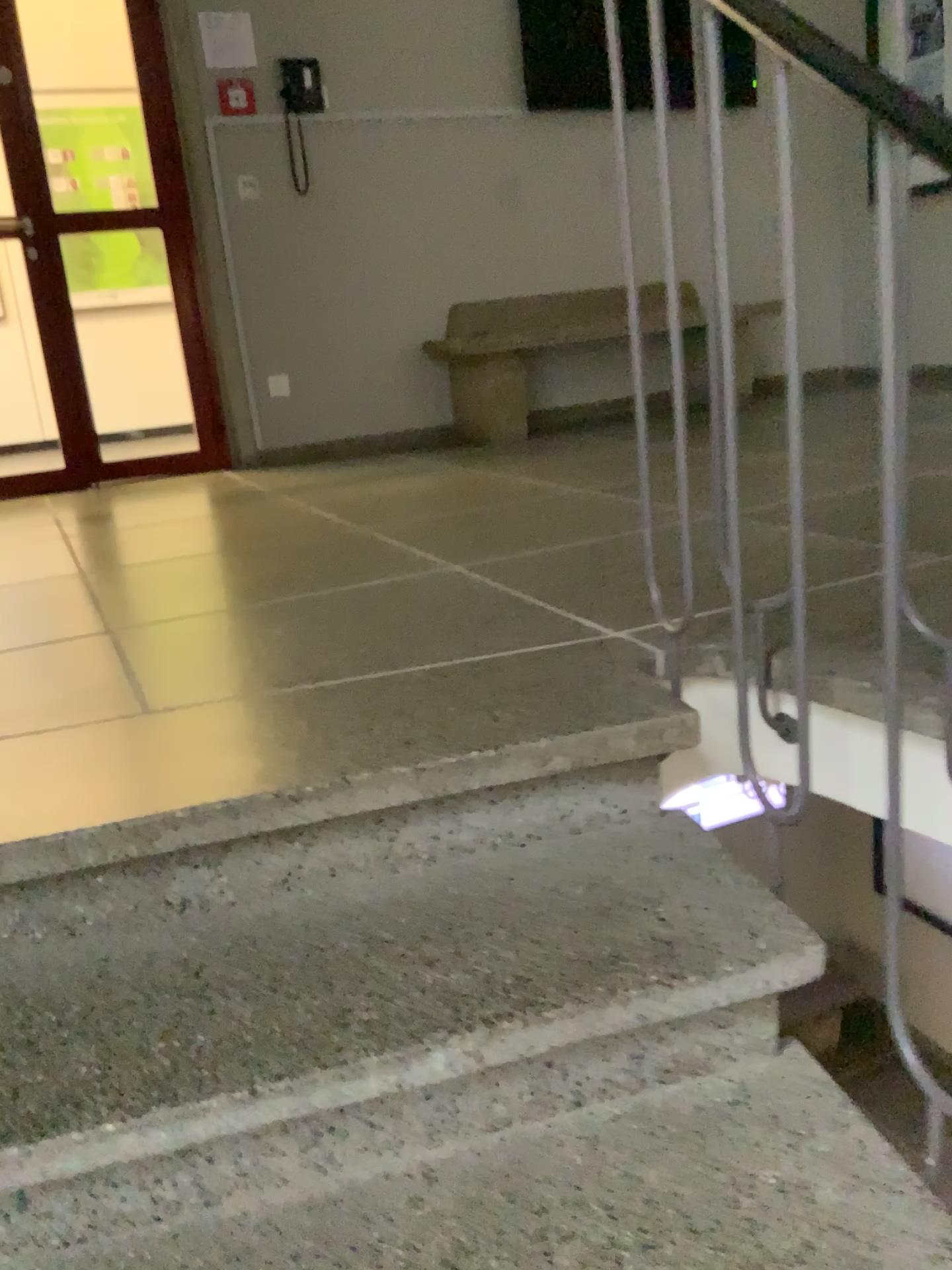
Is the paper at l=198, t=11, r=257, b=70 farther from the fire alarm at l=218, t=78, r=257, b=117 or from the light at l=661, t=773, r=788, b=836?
the light at l=661, t=773, r=788, b=836

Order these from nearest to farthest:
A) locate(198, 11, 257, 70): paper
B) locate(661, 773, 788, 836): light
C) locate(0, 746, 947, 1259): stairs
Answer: locate(0, 746, 947, 1259): stairs → locate(661, 773, 788, 836): light → locate(198, 11, 257, 70): paper

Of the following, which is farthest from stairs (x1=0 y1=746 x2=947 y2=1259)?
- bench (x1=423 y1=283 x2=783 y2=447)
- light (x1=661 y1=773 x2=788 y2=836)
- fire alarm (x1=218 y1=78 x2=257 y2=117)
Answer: fire alarm (x1=218 y1=78 x2=257 y2=117)

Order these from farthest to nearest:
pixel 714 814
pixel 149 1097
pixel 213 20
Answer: pixel 213 20 → pixel 714 814 → pixel 149 1097

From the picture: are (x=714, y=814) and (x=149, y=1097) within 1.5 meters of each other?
yes

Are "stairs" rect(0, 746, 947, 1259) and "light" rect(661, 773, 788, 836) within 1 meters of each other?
yes

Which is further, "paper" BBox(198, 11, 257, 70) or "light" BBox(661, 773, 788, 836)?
"paper" BBox(198, 11, 257, 70)

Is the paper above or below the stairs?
above

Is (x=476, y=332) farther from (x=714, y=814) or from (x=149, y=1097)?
(x=149, y=1097)

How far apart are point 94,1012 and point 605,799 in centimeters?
66cm
